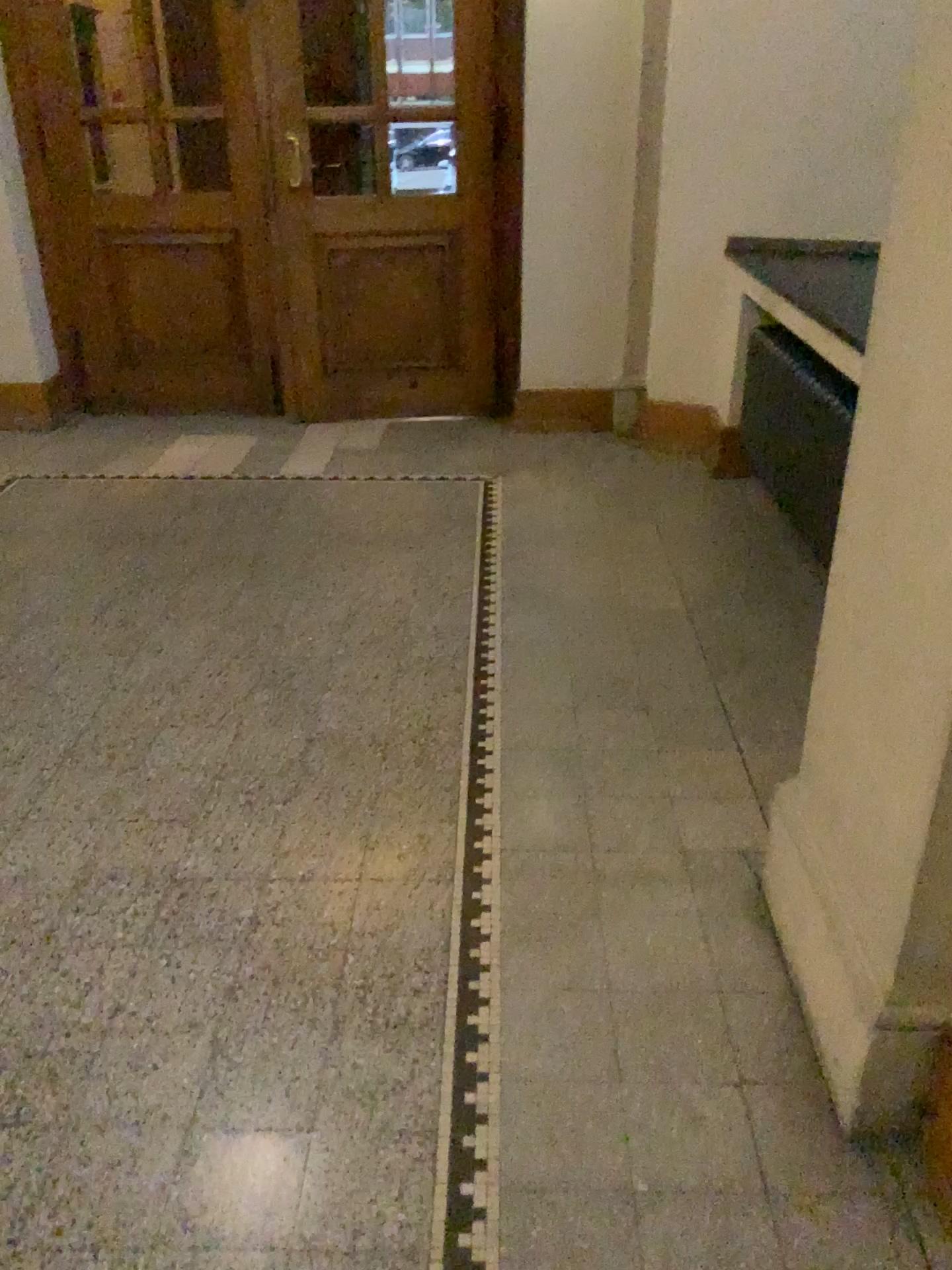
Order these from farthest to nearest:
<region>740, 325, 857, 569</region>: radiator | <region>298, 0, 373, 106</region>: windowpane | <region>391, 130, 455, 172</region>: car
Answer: <region>391, 130, 455, 172</region>: car, <region>298, 0, 373, 106</region>: windowpane, <region>740, 325, 857, 569</region>: radiator

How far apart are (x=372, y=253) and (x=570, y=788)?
3.5 meters

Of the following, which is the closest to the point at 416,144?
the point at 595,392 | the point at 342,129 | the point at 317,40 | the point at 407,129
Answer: the point at 407,129

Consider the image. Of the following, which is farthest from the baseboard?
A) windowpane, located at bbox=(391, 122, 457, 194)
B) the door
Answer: windowpane, located at bbox=(391, 122, 457, 194)

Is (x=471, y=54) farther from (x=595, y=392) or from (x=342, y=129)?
(x=595, y=392)

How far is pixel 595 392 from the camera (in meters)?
5.22

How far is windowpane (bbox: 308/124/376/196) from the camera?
4.9 meters

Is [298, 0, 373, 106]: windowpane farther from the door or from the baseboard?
the baseboard

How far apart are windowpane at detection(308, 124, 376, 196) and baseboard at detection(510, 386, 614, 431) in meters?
1.3 m

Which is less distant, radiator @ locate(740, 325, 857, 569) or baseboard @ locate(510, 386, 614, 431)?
radiator @ locate(740, 325, 857, 569)
